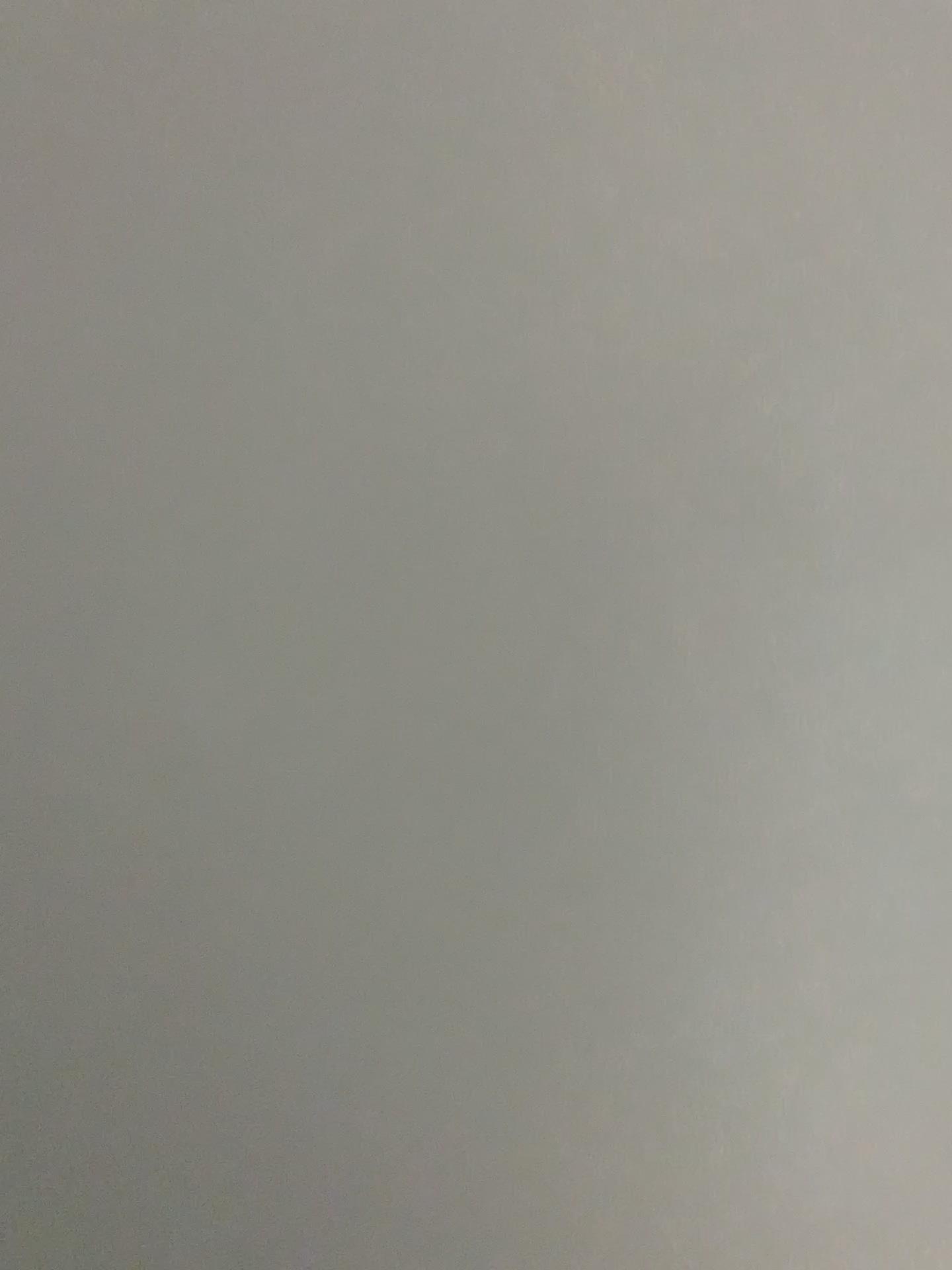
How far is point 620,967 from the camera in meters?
0.2
